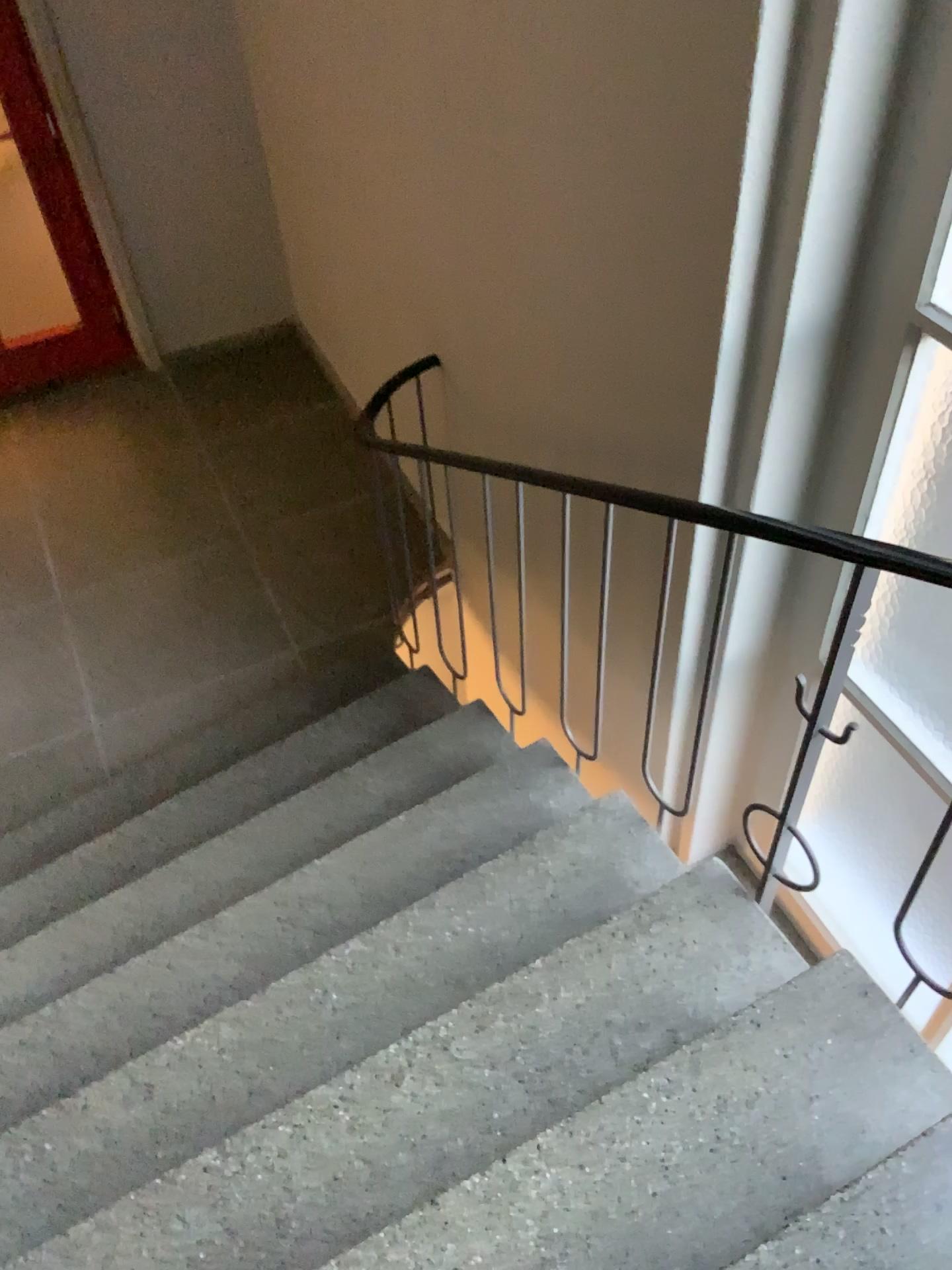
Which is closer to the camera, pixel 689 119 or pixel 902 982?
pixel 689 119
